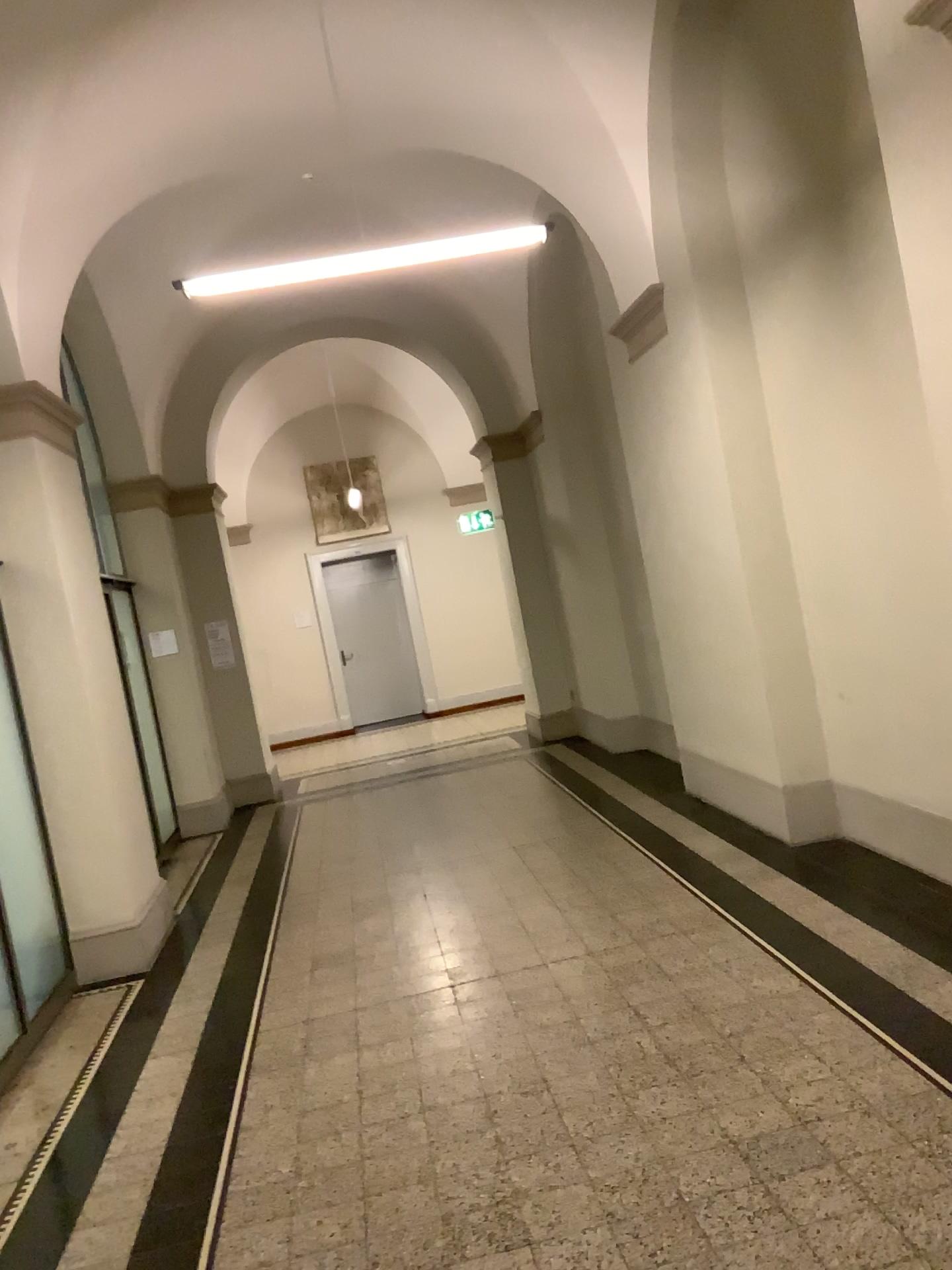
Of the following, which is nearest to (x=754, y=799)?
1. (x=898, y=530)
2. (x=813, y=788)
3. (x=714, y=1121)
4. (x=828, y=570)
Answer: (x=813, y=788)
